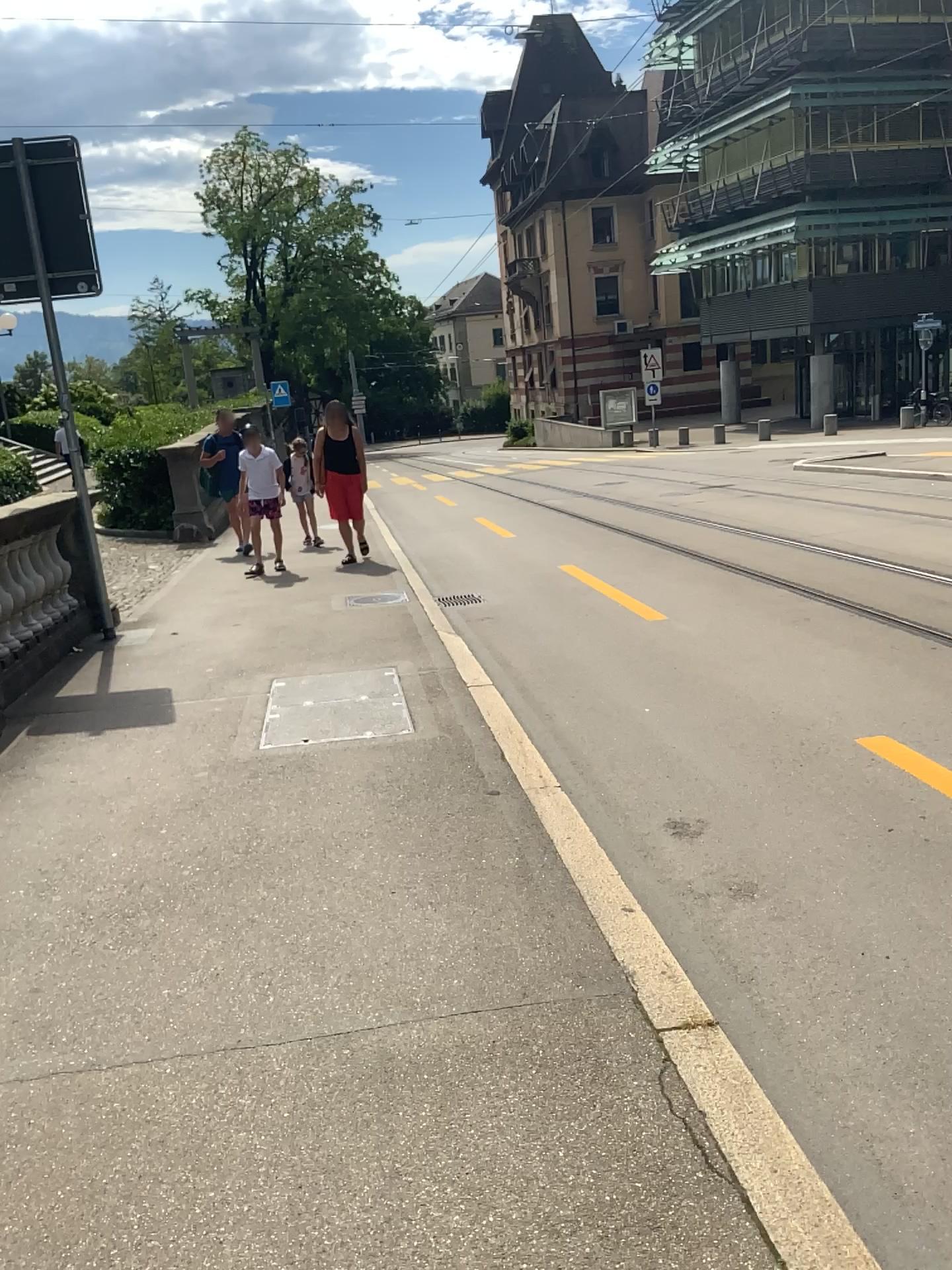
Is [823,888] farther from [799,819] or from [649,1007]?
[649,1007]
